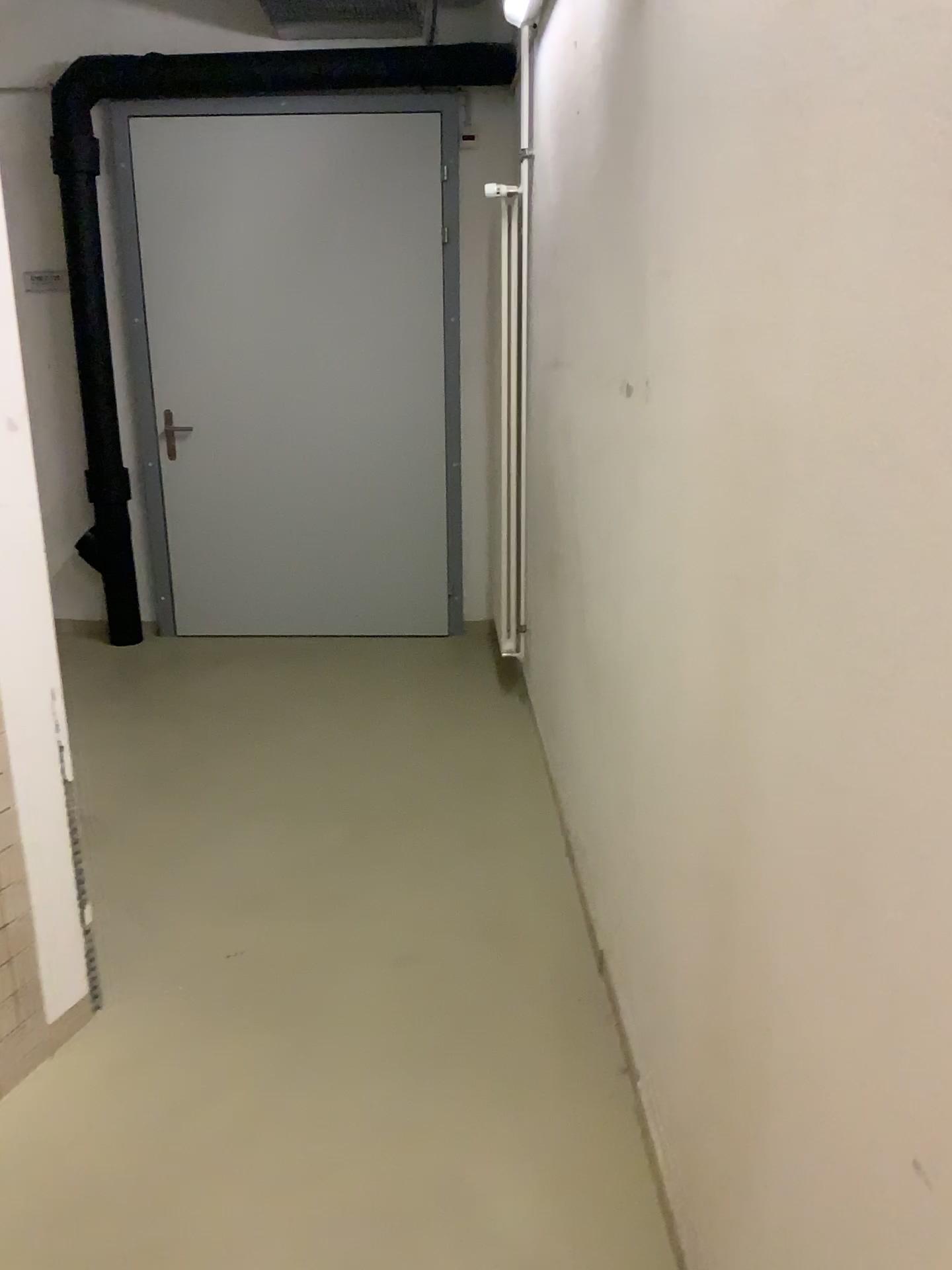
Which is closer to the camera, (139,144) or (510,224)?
(510,224)

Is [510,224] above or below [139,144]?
below

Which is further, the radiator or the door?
the door

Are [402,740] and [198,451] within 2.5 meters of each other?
yes
